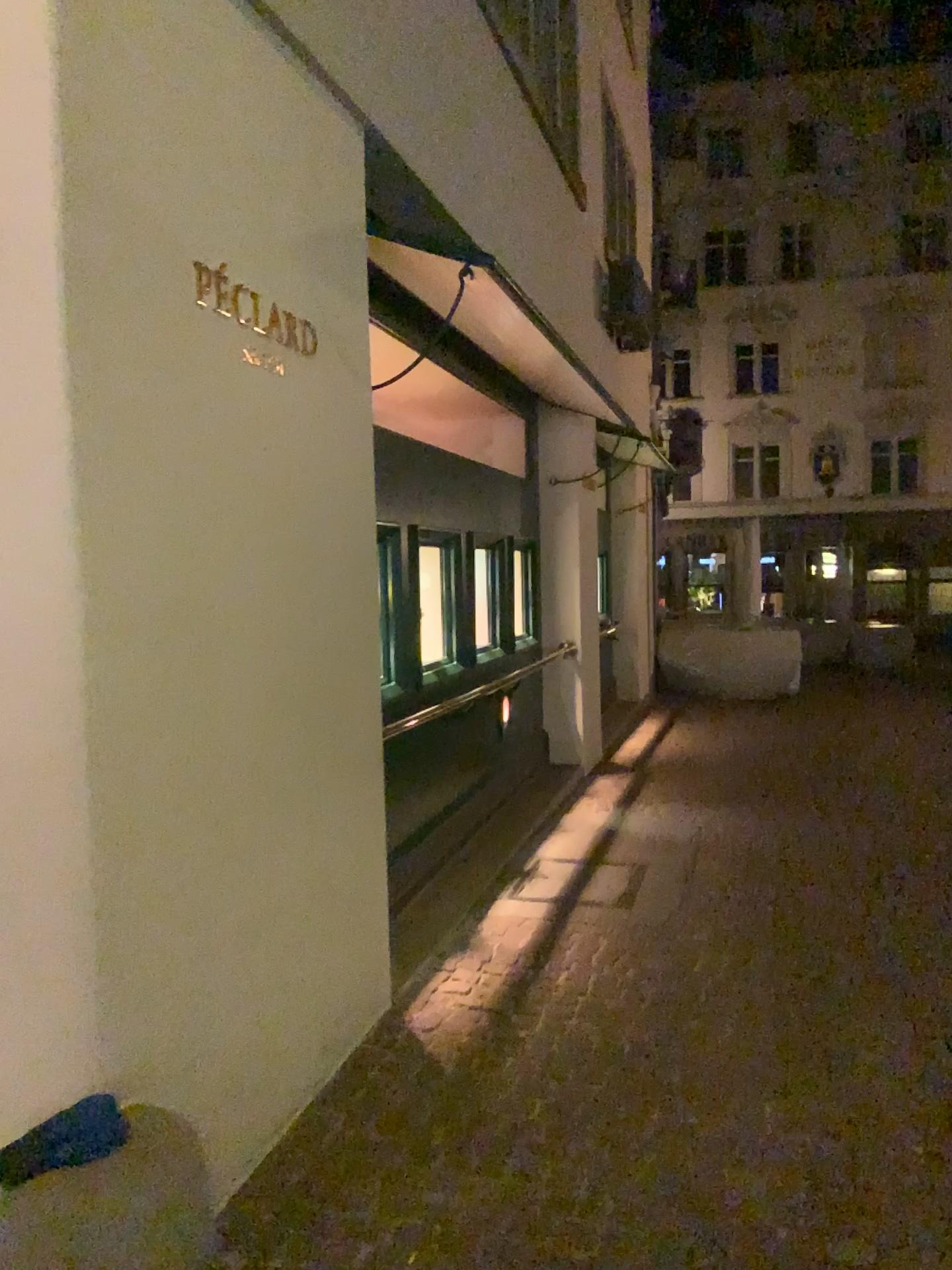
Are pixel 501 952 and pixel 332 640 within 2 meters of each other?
yes
